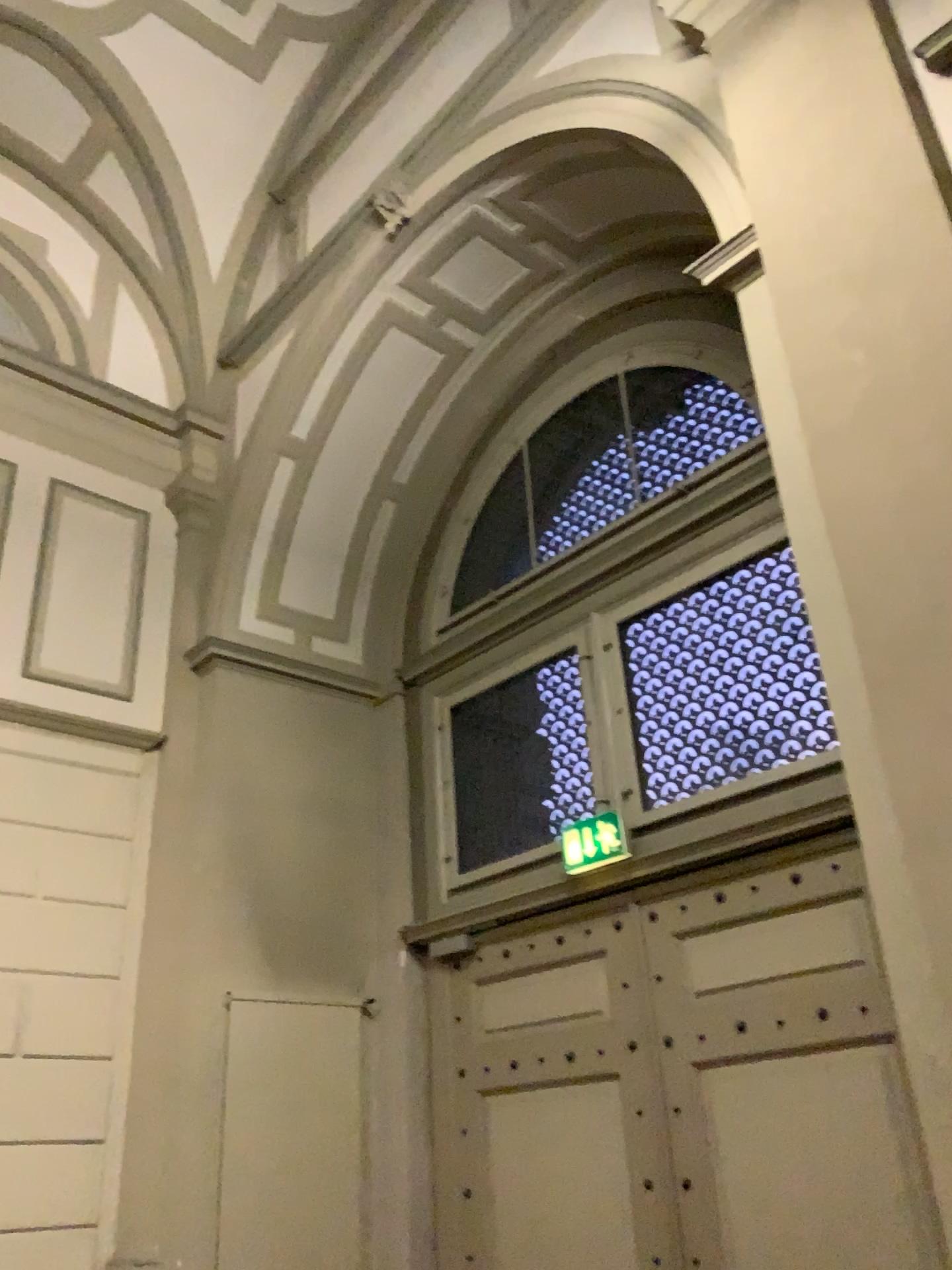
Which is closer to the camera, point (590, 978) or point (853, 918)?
point (853, 918)

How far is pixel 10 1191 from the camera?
4.5m

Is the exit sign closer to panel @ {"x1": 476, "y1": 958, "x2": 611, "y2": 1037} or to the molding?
panel @ {"x1": 476, "y1": 958, "x2": 611, "y2": 1037}

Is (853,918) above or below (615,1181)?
above

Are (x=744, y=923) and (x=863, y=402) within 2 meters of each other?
no

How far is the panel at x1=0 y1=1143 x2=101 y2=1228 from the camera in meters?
4.5 m

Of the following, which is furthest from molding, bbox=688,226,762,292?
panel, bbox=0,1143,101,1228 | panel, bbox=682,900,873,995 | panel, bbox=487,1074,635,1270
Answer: panel, bbox=0,1143,101,1228

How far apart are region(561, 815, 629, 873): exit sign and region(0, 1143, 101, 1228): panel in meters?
2.6 m

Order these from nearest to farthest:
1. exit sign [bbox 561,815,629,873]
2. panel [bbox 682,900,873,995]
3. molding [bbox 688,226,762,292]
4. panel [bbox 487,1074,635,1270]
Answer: molding [bbox 688,226,762,292] < panel [bbox 682,900,873,995] < panel [bbox 487,1074,635,1270] < exit sign [bbox 561,815,629,873]

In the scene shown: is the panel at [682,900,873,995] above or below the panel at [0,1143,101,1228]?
above
